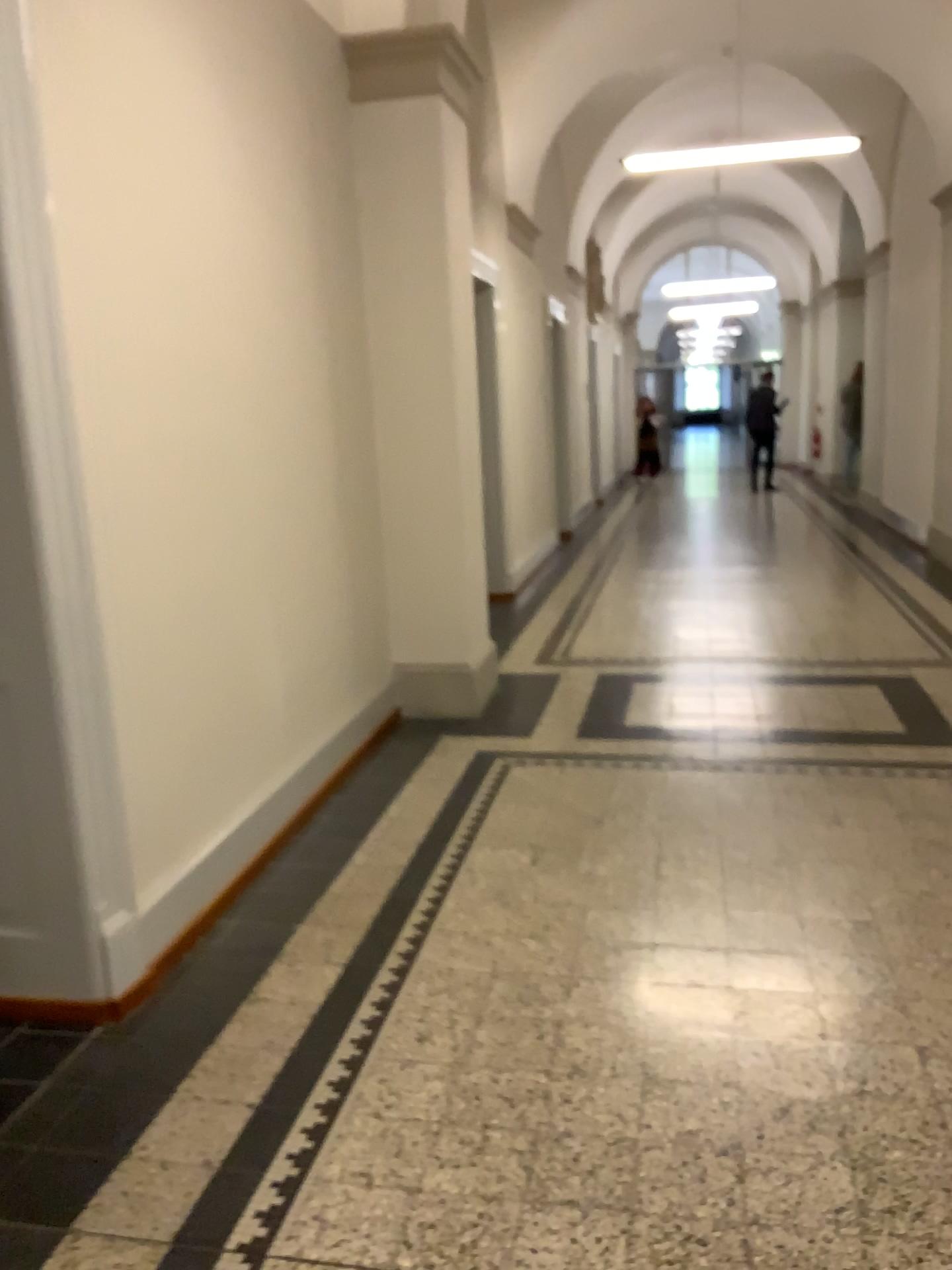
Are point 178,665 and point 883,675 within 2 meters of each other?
no
